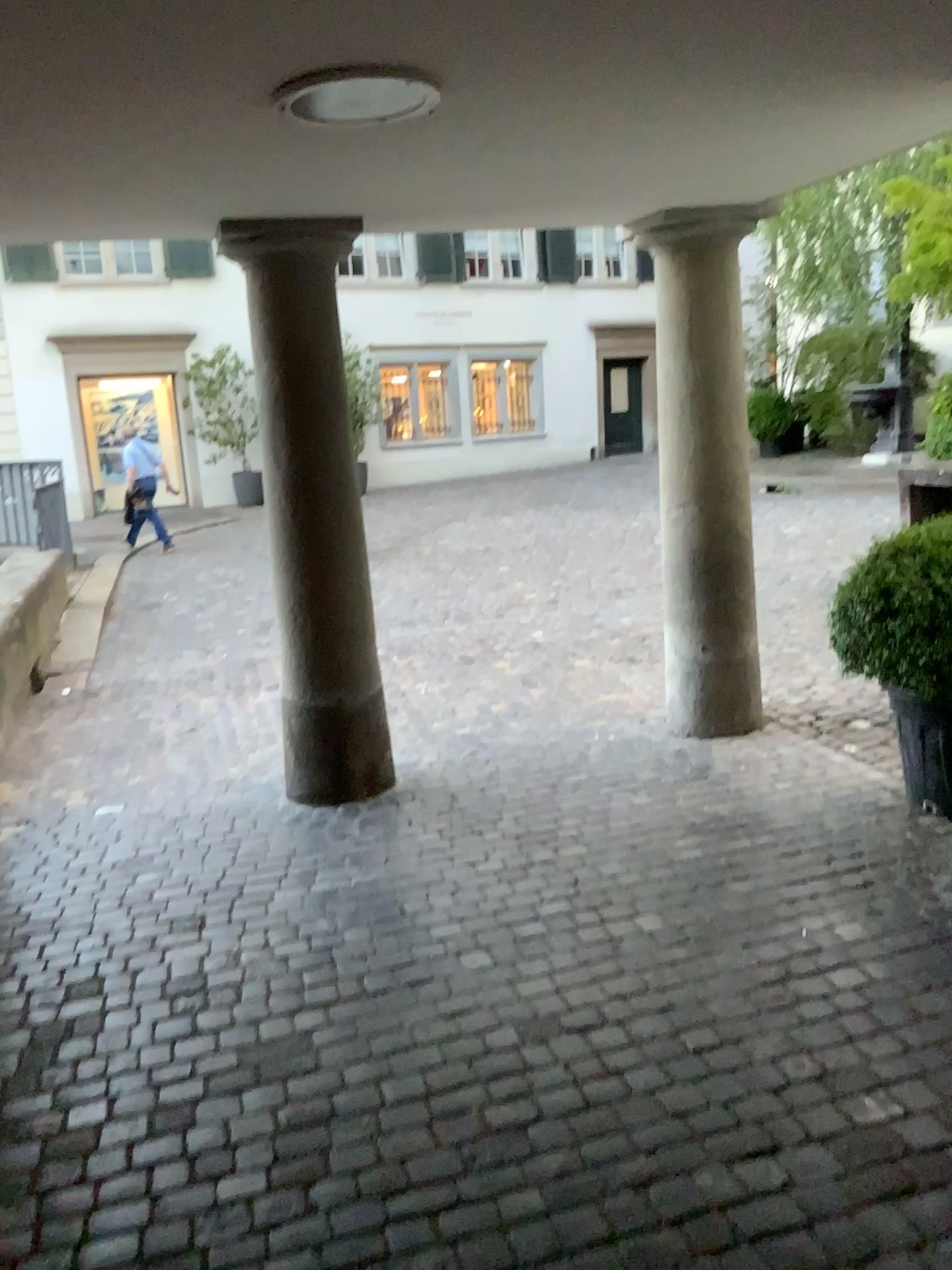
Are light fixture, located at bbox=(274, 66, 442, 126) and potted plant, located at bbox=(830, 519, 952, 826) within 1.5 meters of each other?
no

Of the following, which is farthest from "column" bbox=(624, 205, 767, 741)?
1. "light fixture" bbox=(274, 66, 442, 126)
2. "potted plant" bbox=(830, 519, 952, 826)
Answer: "light fixture" bbox=(274, 66, 442, 126)

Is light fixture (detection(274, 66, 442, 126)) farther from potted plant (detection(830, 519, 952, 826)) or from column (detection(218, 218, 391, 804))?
potted plant (detection(830, 519, 952, 826))

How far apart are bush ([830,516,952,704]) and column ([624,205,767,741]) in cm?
93

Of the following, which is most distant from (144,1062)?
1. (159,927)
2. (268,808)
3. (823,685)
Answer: (823,685)

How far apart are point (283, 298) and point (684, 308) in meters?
1.6 m

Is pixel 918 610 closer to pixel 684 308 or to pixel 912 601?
pixel 912 601

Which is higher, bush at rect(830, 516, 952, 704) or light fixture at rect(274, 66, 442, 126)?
light fixture at rect(274, 66, 442, 126)

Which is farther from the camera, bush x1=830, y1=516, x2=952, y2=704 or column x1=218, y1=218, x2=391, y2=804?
column x1=218, y1=218, x2=391, y2=804

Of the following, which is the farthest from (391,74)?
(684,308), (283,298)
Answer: (684,308)
